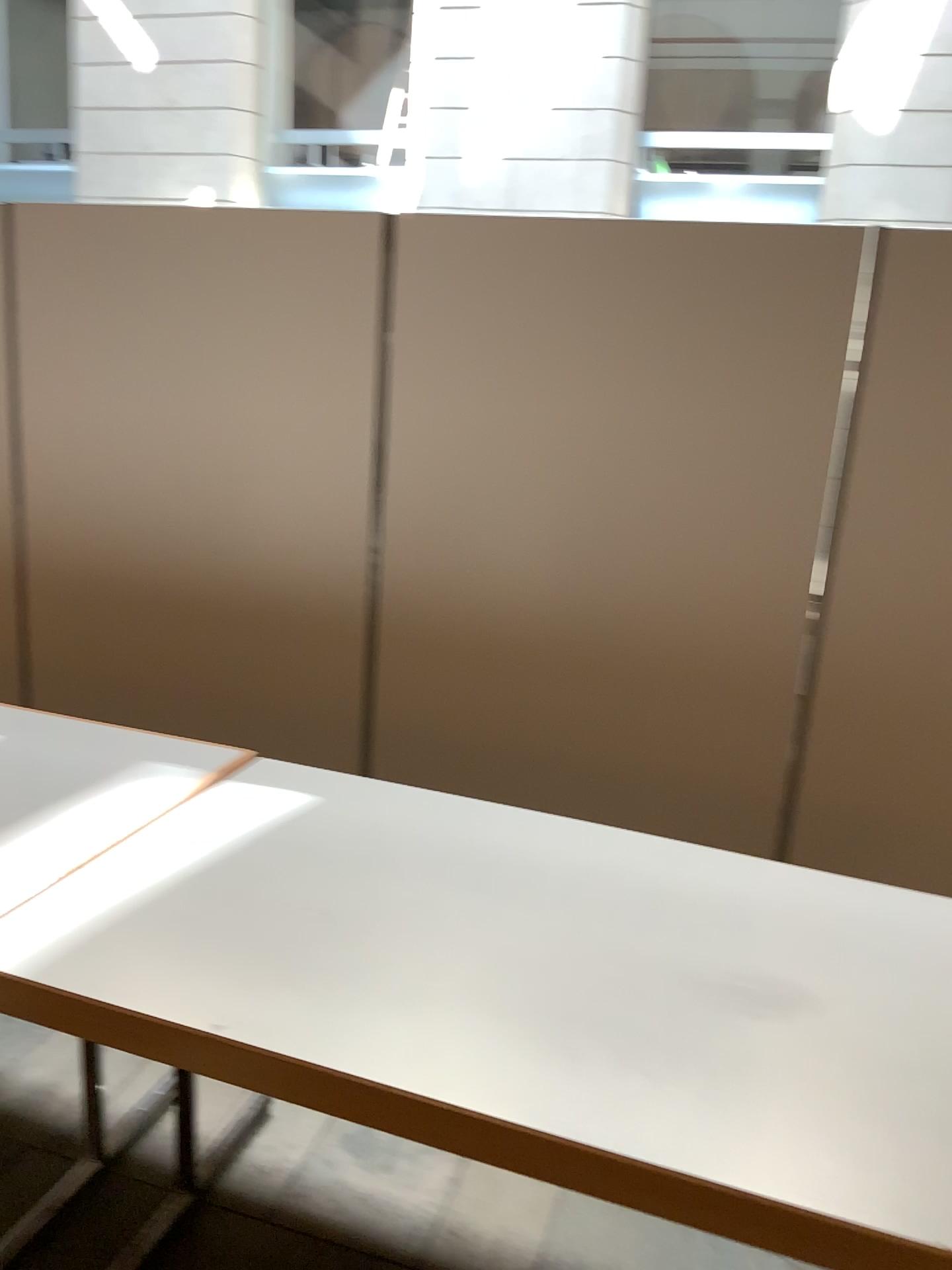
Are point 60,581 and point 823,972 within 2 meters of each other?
no

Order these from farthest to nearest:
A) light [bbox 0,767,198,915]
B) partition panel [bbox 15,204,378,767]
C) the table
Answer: partition panel [bbox 15,204,378,767]
light [bbox 0,767,198,915]
the table

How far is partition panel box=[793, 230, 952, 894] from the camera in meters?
2.5

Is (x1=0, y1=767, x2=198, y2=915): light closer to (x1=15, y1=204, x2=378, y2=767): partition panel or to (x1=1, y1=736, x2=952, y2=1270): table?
(x1=1, y1=736, x2=952, y2=1270): table

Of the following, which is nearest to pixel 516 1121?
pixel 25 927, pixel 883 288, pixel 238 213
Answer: pixel 25 927

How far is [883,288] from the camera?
2.5 meters

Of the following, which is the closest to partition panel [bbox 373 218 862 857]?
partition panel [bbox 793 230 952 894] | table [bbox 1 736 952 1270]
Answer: partition panel [bbox 793 230 952 894]

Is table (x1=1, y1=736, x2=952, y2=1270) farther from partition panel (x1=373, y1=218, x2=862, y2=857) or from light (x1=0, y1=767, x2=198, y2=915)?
partition panel (x1=373, y1=218, x2=862, y2=857)

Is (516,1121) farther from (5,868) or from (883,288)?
(883,288)

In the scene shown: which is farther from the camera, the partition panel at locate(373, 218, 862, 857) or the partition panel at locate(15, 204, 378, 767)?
the partition panel at locate(15, 204, 378, 767)
